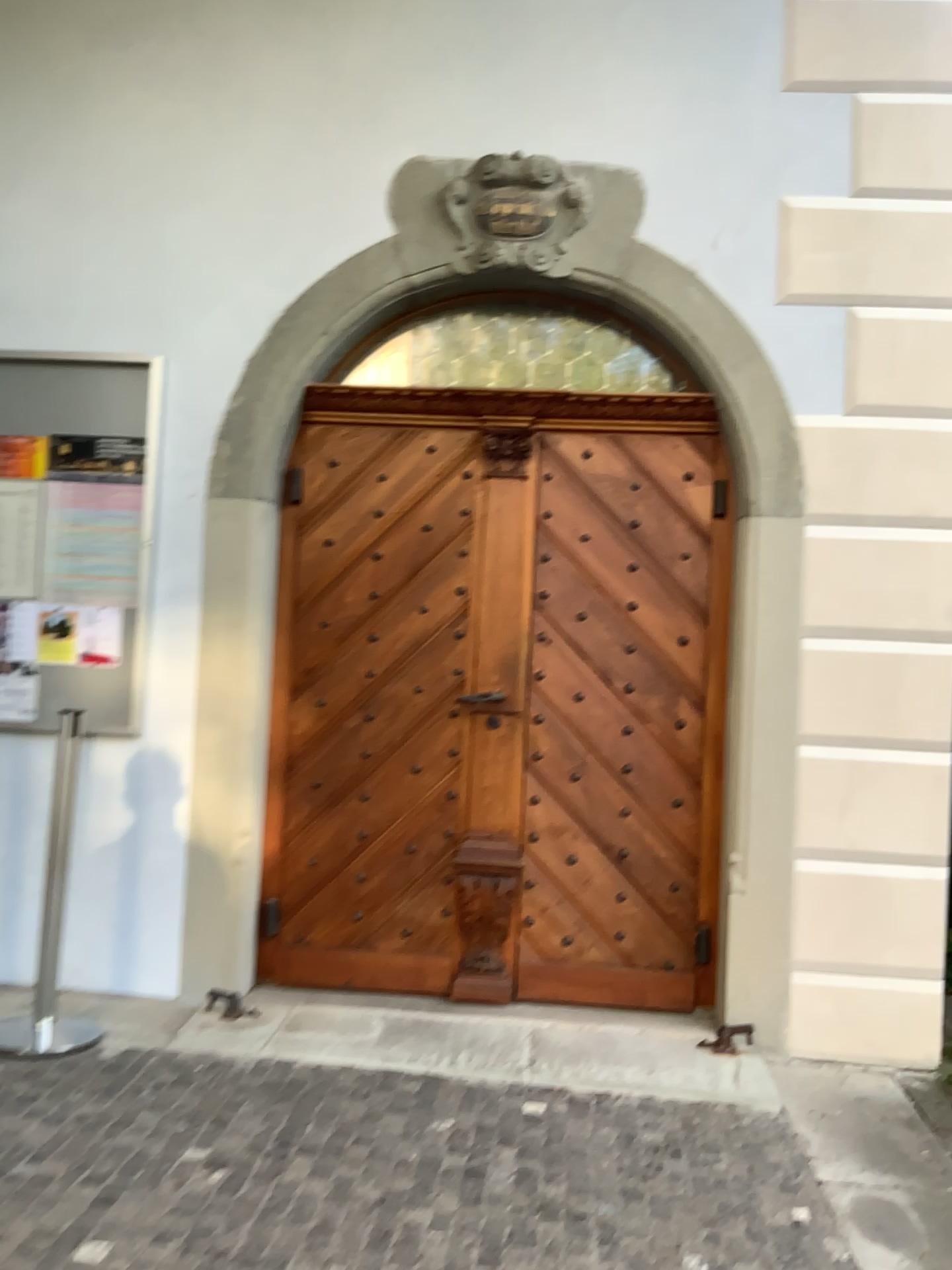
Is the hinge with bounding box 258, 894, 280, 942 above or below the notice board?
below

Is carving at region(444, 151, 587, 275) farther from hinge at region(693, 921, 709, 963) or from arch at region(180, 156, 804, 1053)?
A: hinge at region(693, 921, 709, 963)

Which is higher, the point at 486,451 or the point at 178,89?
the point at 178,89

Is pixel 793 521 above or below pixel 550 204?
below

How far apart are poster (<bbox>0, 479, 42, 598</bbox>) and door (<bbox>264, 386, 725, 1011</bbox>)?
0.87m

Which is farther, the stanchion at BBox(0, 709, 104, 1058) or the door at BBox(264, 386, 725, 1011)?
the door at BBox(264, 386, 725, 1011)

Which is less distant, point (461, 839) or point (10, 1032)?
point (10, 1032)

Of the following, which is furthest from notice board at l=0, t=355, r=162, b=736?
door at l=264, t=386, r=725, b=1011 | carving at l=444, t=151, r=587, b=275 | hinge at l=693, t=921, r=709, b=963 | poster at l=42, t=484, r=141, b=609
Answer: hinge at l=693, t=921, r=709, b=963

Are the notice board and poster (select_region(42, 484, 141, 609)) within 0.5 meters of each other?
yes

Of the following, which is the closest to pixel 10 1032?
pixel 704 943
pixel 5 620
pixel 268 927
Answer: pixel 268 927
